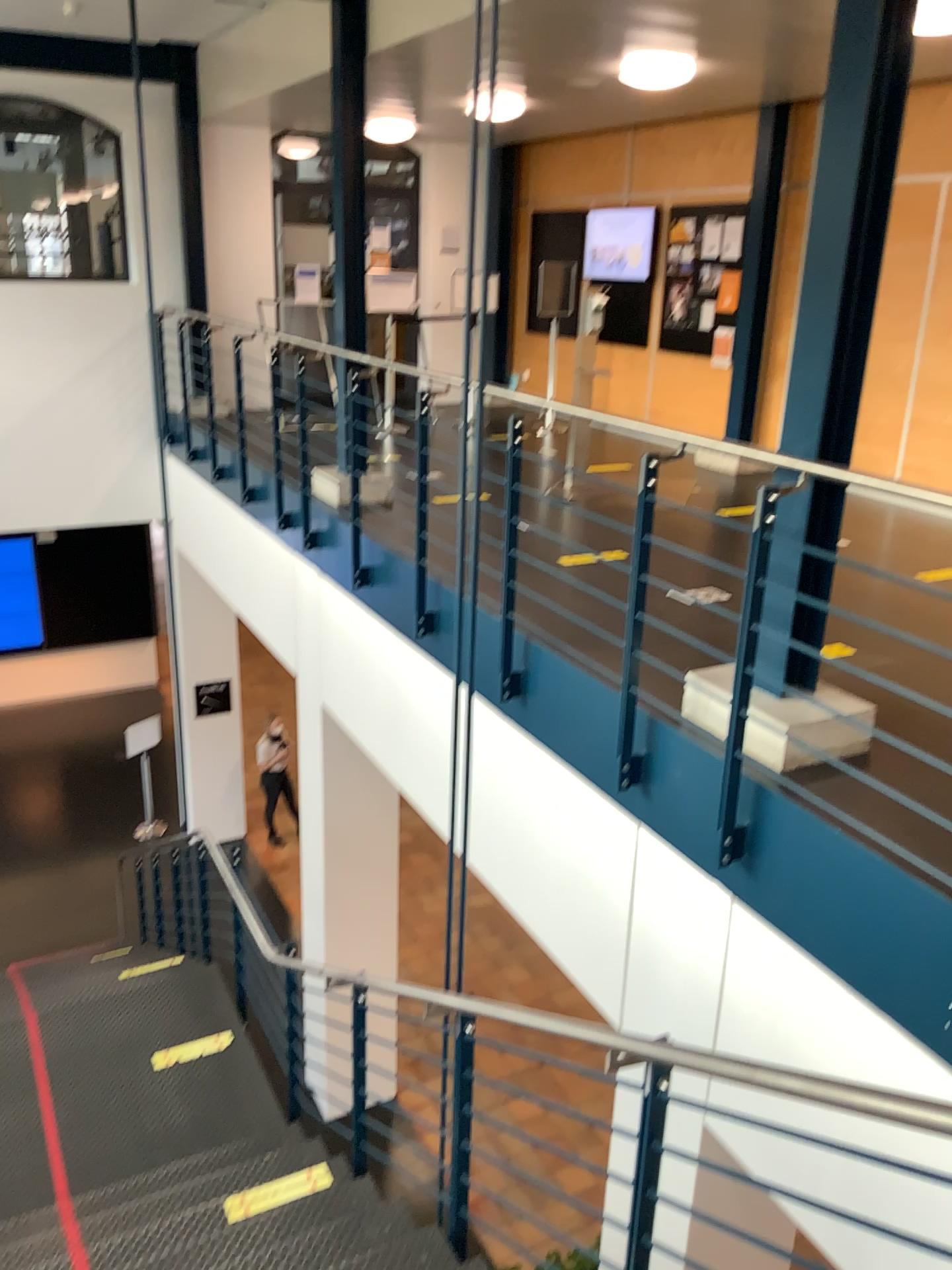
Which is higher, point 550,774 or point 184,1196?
point 550,774
